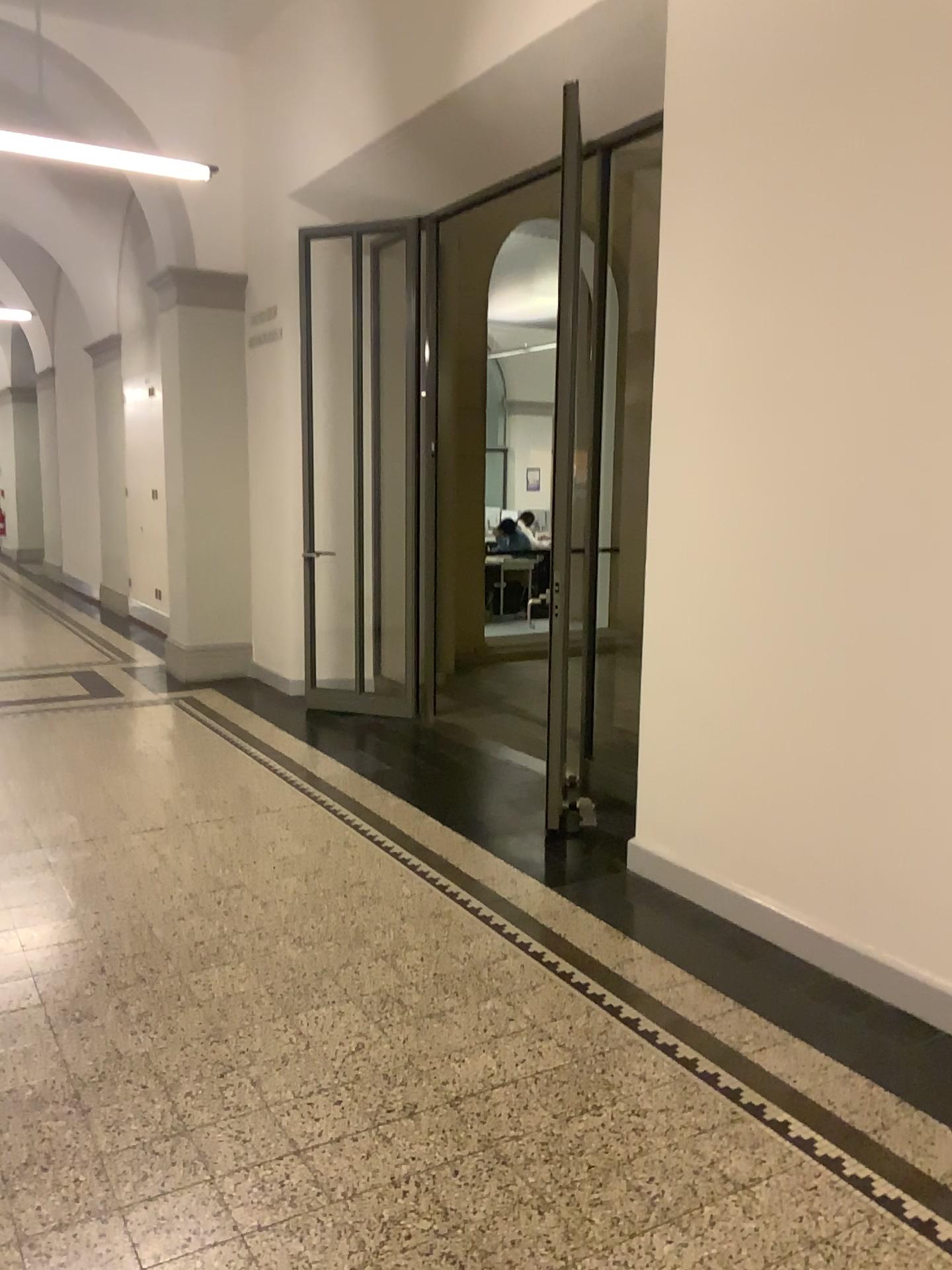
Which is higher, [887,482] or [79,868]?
[887,482]
